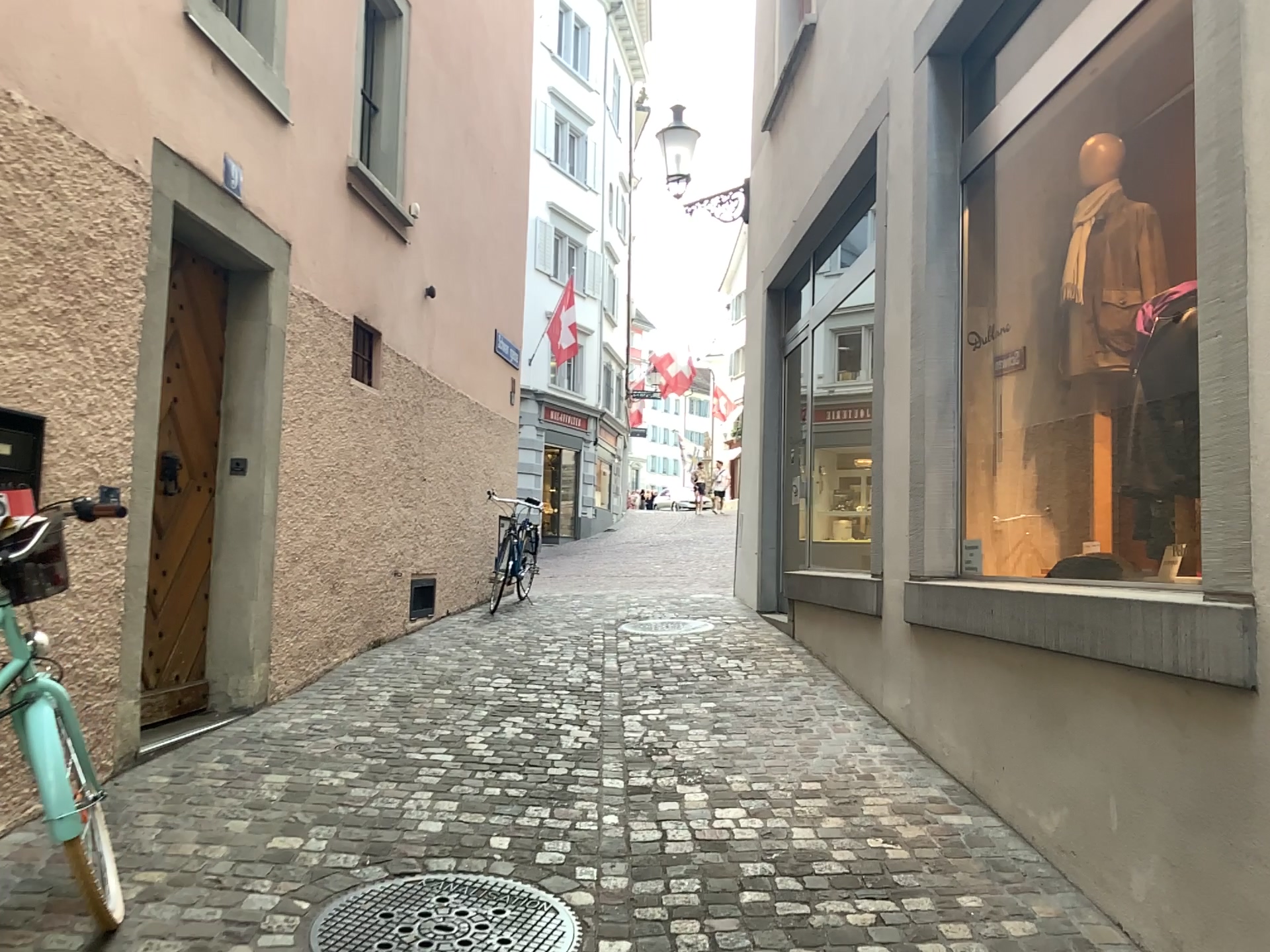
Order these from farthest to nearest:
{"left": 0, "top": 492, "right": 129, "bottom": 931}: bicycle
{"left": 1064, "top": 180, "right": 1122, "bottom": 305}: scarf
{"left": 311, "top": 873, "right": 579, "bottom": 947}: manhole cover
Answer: {"left": 1064, "top": 180, "right": 1122, "bottom": 305}: scarf → {"left": 311, "top": 873, "right": 579, "bottom": 947}: manhole cover → {"left": 0, "top": 492, "right": 129, "bottom": 931}: bicycle

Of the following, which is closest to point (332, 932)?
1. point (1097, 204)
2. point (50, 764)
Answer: point (50, 764)

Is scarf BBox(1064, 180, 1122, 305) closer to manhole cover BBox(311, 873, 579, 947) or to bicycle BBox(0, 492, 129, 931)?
manhole cover BBox(311, 873, 579, 947)

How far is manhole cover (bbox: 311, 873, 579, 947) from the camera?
2.7 meters

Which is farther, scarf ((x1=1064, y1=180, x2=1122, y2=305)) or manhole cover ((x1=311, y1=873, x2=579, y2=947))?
scarf ((x1=1064, y1=180, x2=1122, y2=305))

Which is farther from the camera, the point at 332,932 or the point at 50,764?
the point at 332,932

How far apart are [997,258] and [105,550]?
3.8m

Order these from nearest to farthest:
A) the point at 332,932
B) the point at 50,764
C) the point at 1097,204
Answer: the point at 50,764 < the point at 332,932 < the point at 1097,204

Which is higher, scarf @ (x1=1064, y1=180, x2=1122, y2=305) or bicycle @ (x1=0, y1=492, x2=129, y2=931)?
scarf @ (x1=1064, y1=180, x2=1122, y2=305)

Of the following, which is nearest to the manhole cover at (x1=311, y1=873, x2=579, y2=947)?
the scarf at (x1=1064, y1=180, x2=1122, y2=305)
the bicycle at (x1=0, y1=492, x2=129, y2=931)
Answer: the bicycle at (x1=0, y1=492, x2=129, y2=931)
